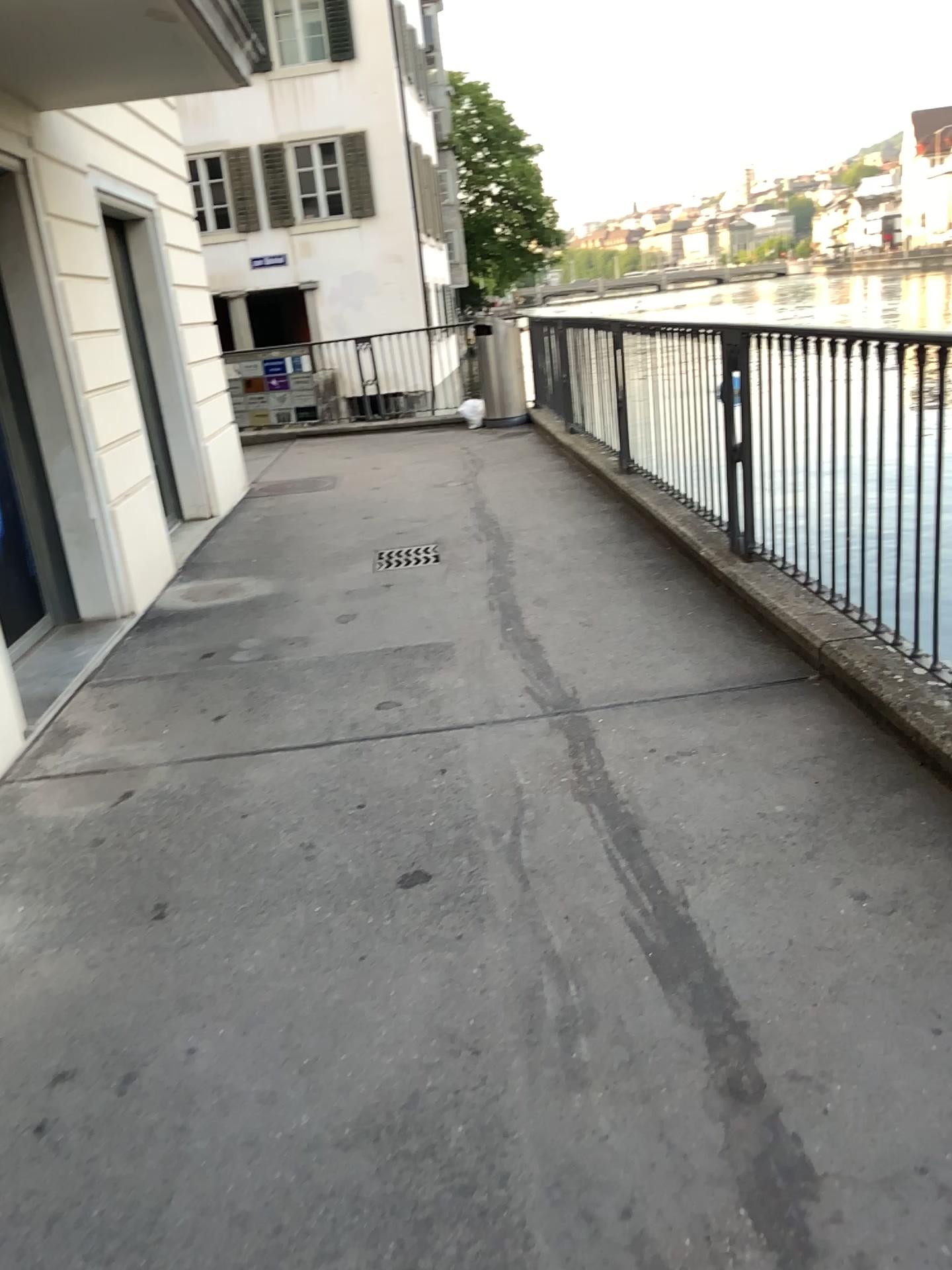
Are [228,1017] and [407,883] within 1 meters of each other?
yes
